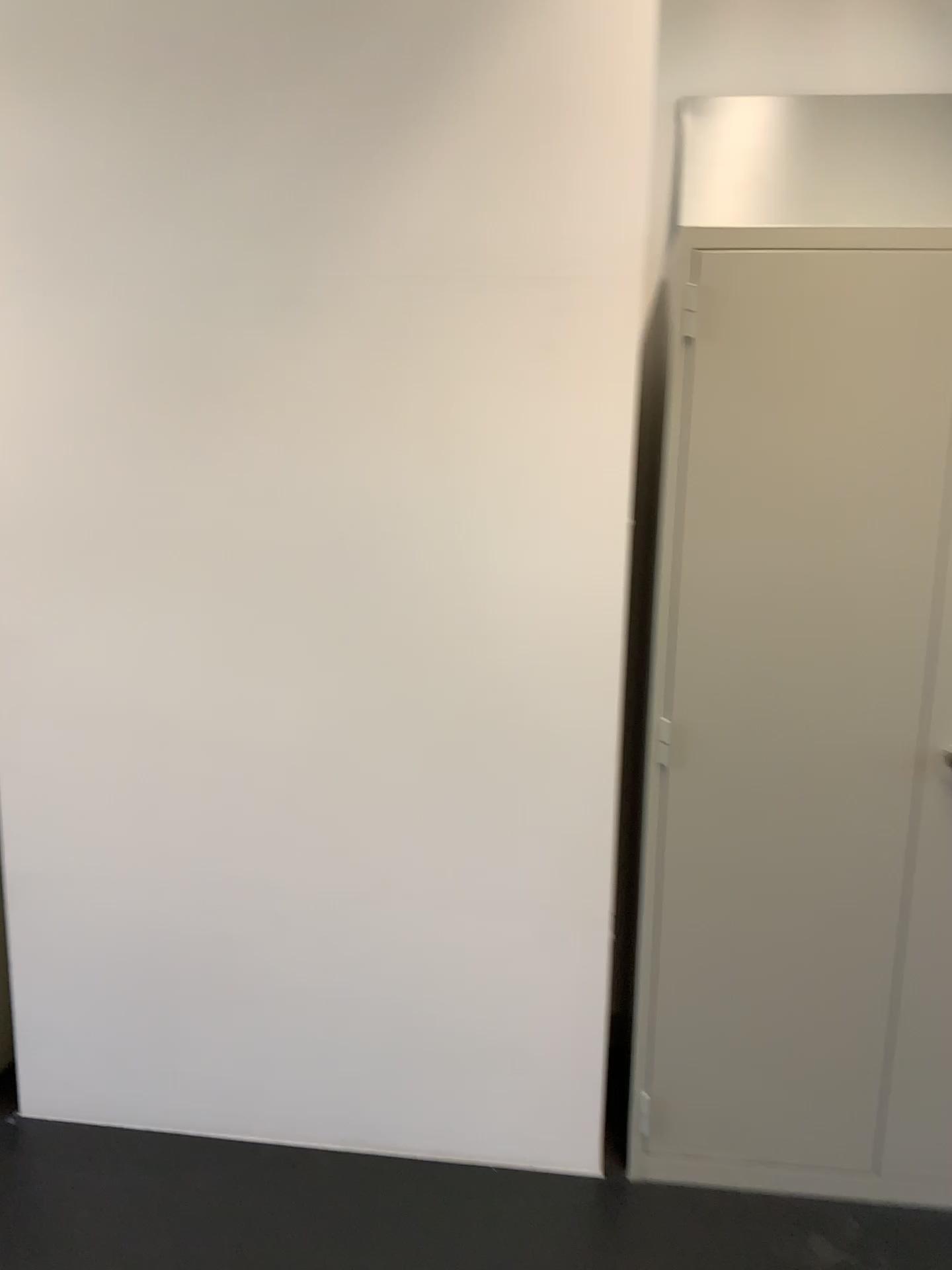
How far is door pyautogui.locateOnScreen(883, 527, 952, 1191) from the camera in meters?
2.0 m

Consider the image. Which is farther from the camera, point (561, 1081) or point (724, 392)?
point (561, 1081)

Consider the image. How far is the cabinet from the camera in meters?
1.9 m

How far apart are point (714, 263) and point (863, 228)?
0.3m

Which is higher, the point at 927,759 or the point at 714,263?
the point at 714,263

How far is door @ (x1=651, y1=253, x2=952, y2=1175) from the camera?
1.9m

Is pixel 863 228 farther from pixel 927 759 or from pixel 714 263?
pixel 927 759
